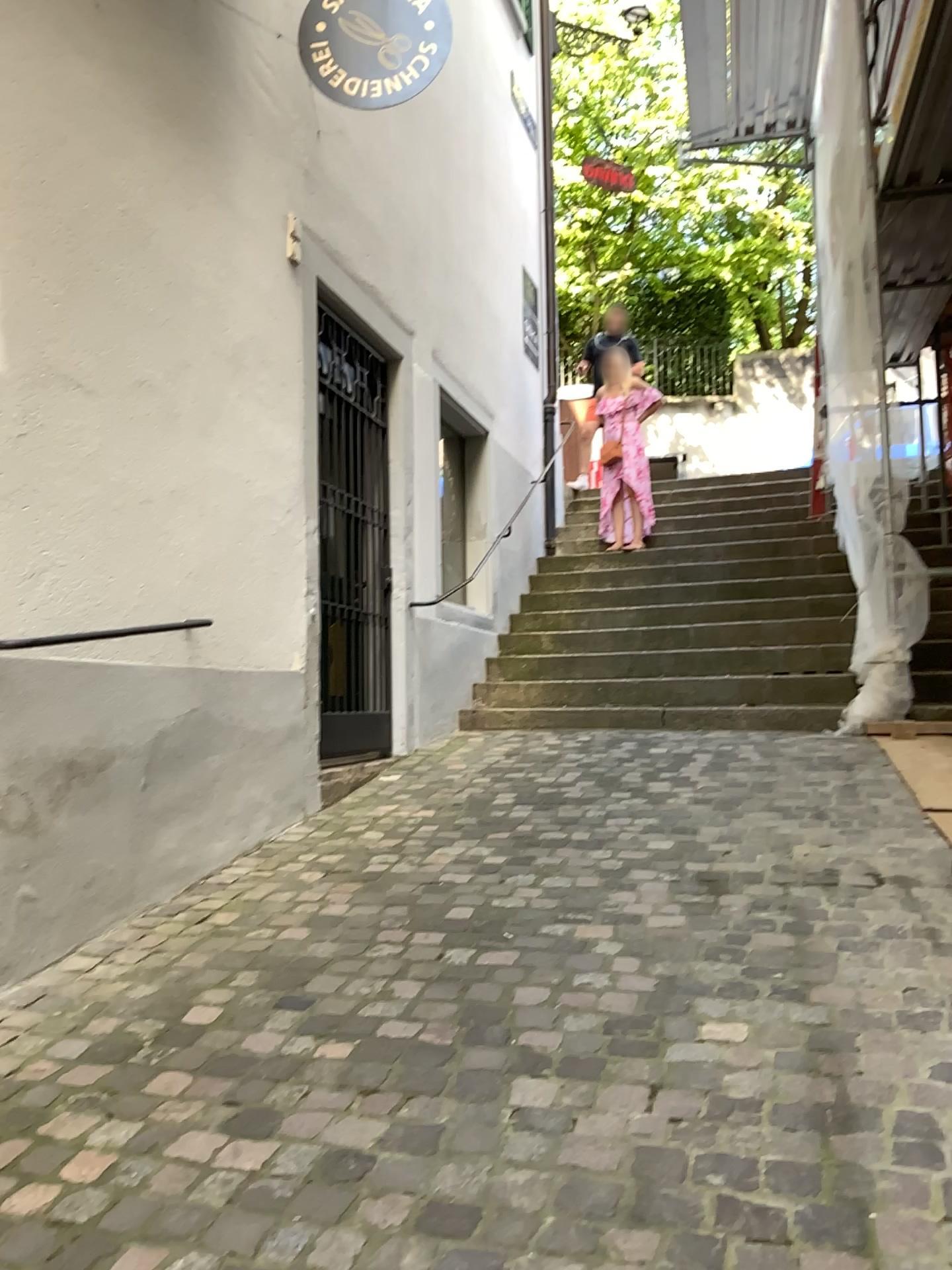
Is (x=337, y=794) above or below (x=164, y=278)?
below
